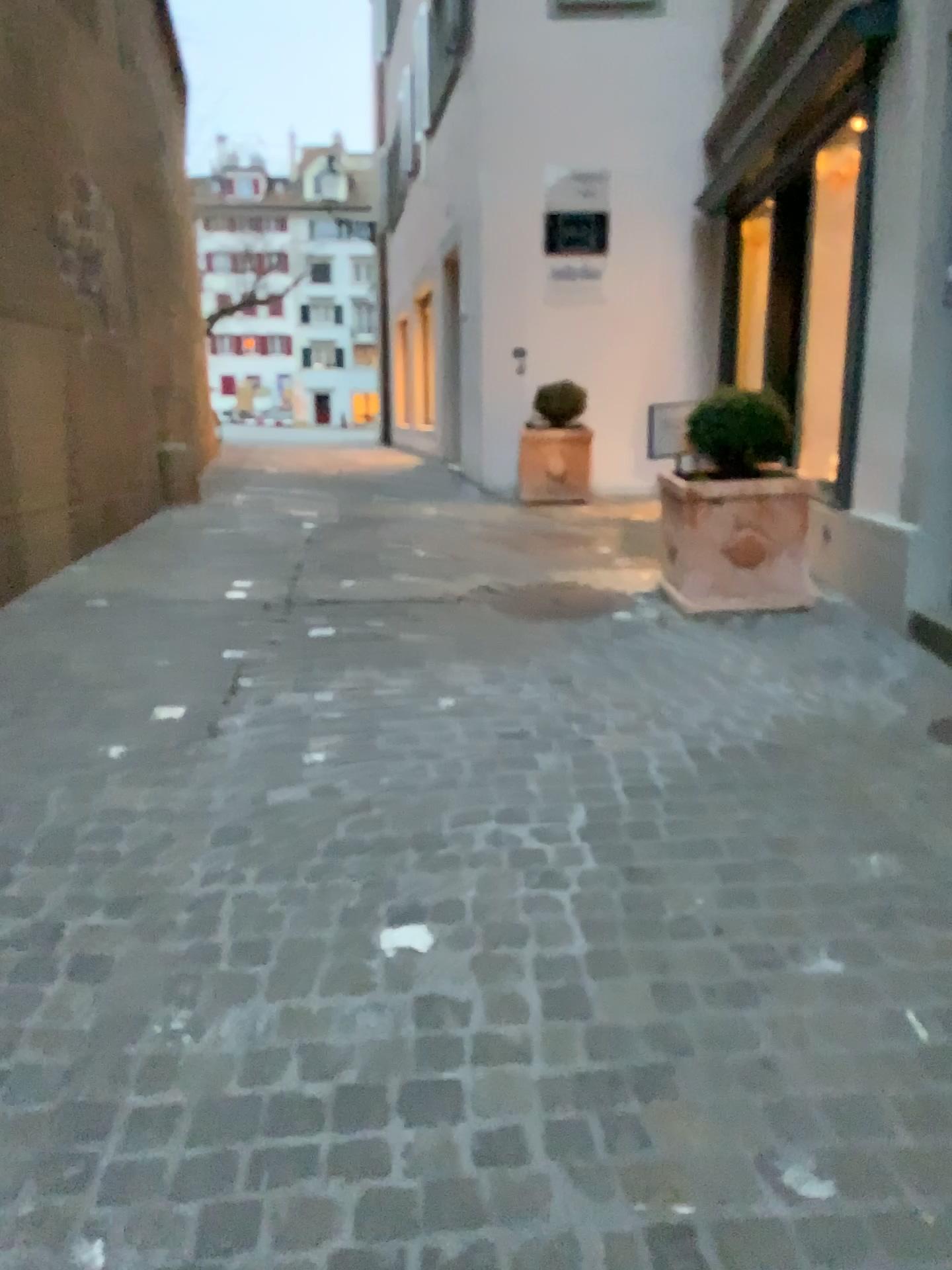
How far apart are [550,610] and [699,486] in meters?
0.8 m

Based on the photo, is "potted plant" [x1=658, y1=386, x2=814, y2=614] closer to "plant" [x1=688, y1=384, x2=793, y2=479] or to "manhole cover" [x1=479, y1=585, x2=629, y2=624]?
"plant" [x1=688, y1=384, x2=793, y2=479]

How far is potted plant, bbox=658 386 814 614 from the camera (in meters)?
4.33

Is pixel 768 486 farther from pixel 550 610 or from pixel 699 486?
pixel 550 610

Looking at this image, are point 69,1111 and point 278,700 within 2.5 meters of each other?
yes

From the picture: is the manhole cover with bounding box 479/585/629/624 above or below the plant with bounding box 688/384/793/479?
below

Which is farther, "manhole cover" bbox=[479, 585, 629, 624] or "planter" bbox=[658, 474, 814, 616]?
"manhole cover" bbox=[479, 585, 629, 624]

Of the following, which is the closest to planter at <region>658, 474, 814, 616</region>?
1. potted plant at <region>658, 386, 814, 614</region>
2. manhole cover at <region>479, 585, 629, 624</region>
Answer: potted plant at <region>658, 386, 814, 614</region>

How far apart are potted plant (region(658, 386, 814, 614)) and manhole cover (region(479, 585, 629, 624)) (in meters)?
0.32

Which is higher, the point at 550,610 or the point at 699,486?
the point at 699,486
